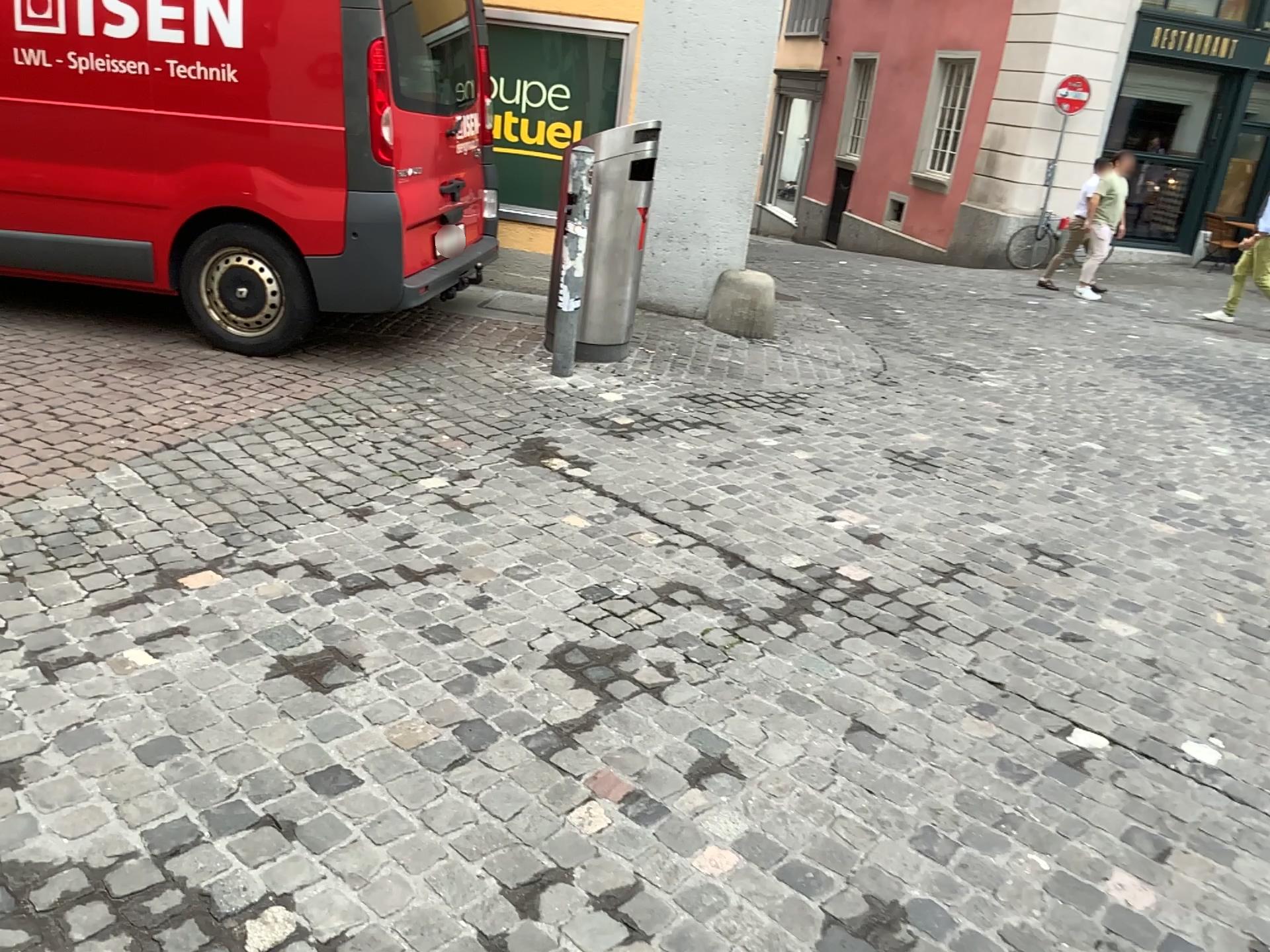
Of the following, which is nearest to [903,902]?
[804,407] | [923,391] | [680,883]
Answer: [680,883]
